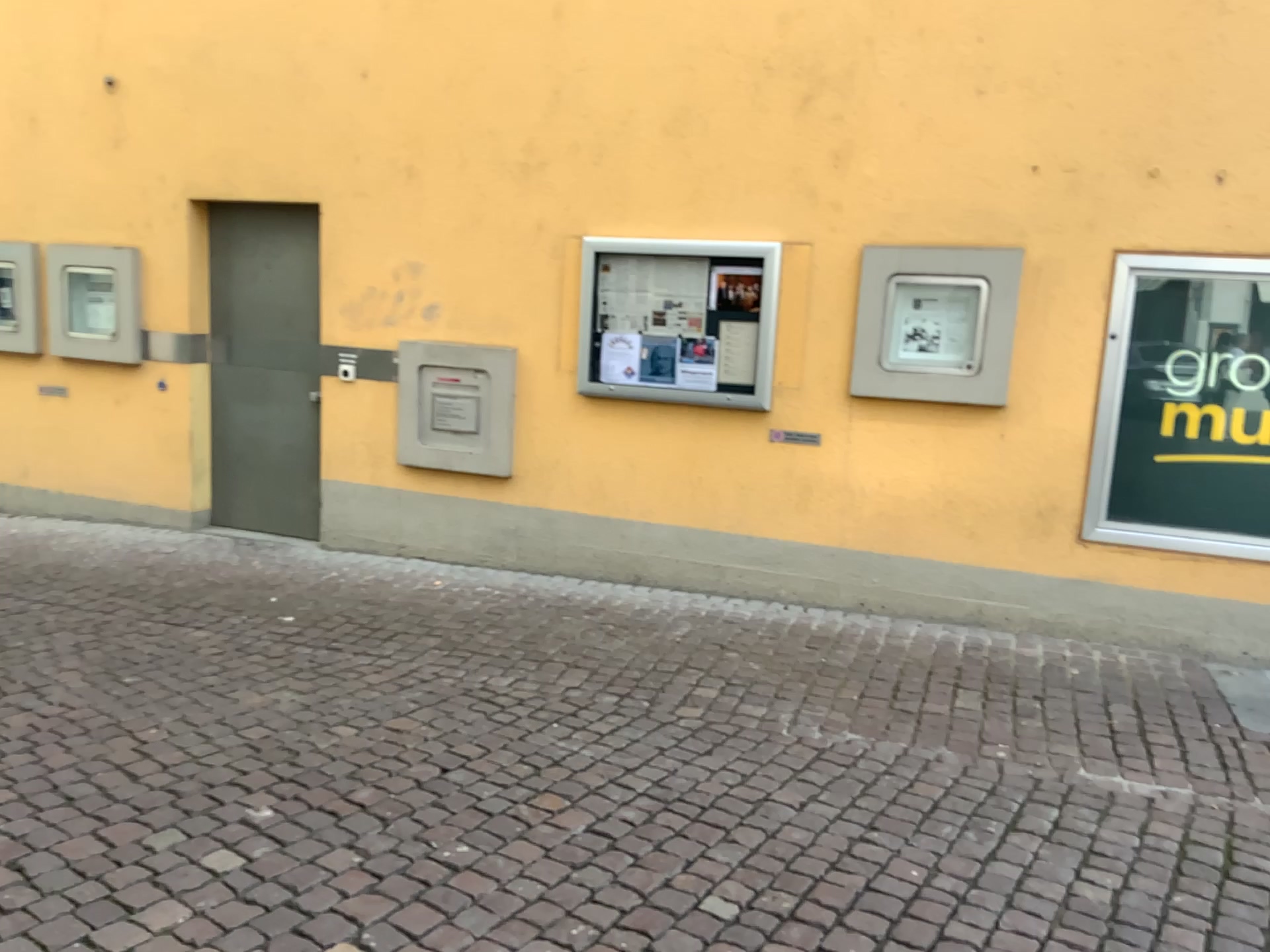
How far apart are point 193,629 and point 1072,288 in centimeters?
458cm
